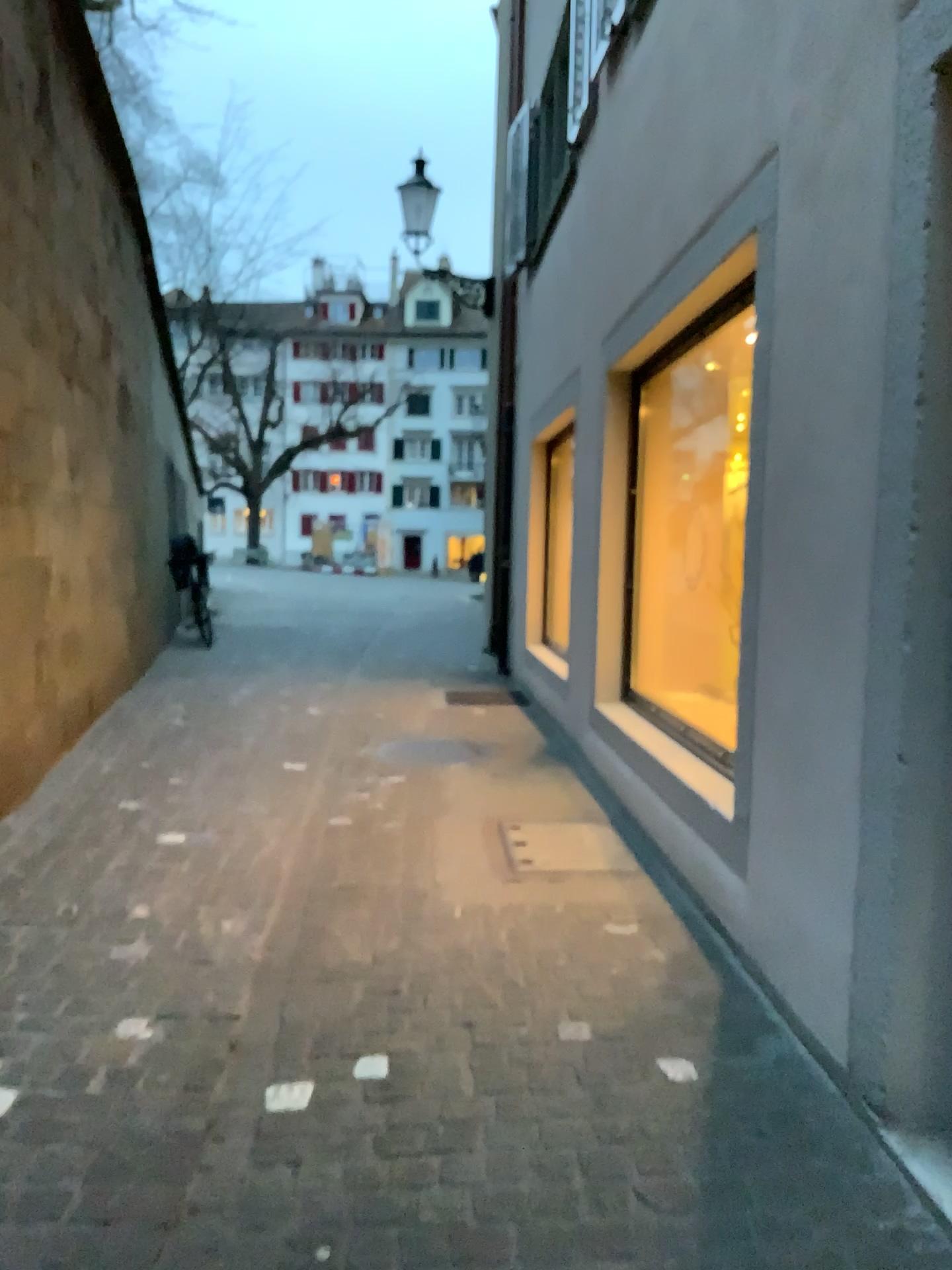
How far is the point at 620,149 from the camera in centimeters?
502cm
